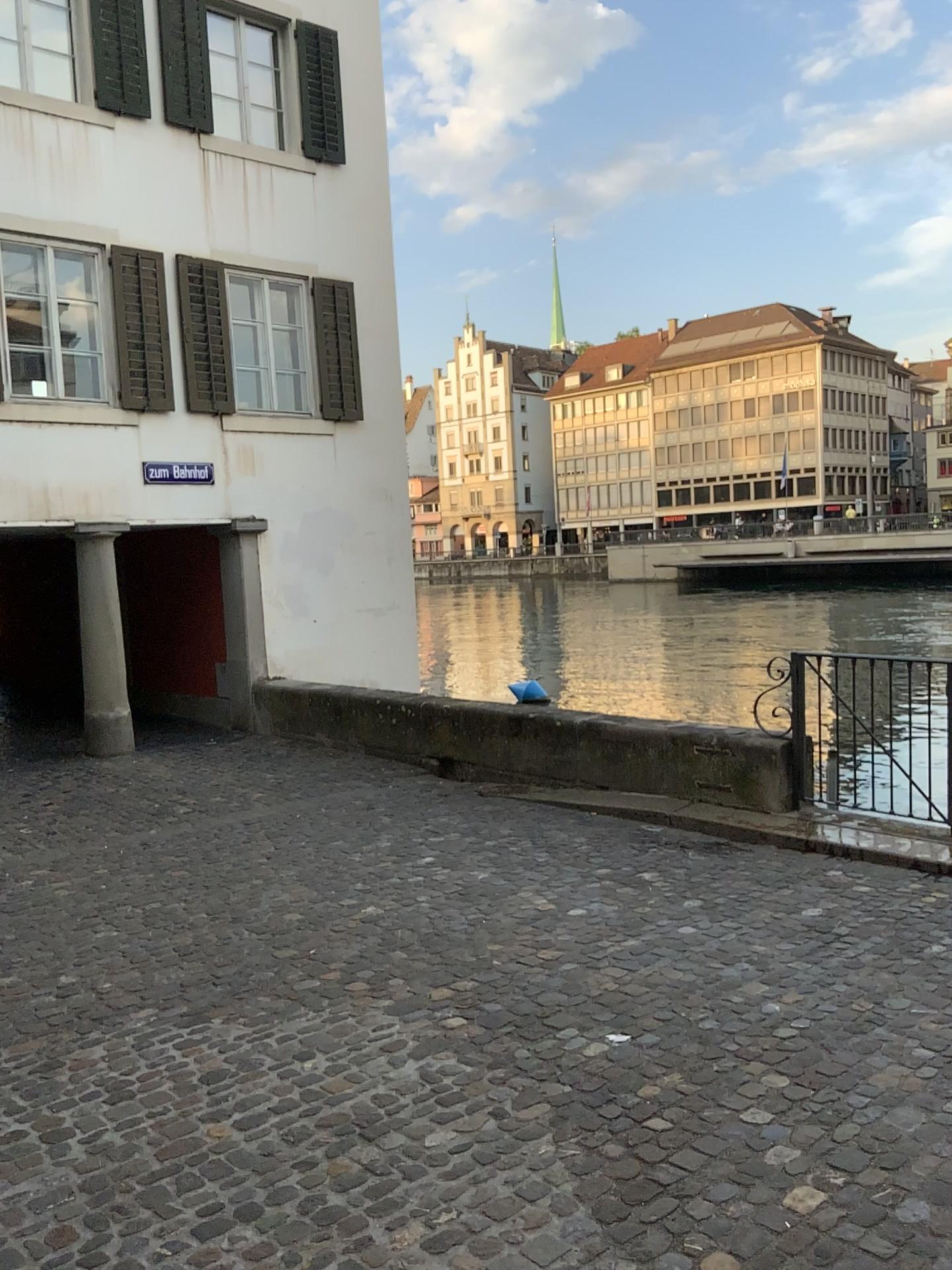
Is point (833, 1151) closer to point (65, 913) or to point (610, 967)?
point (610, 967)
